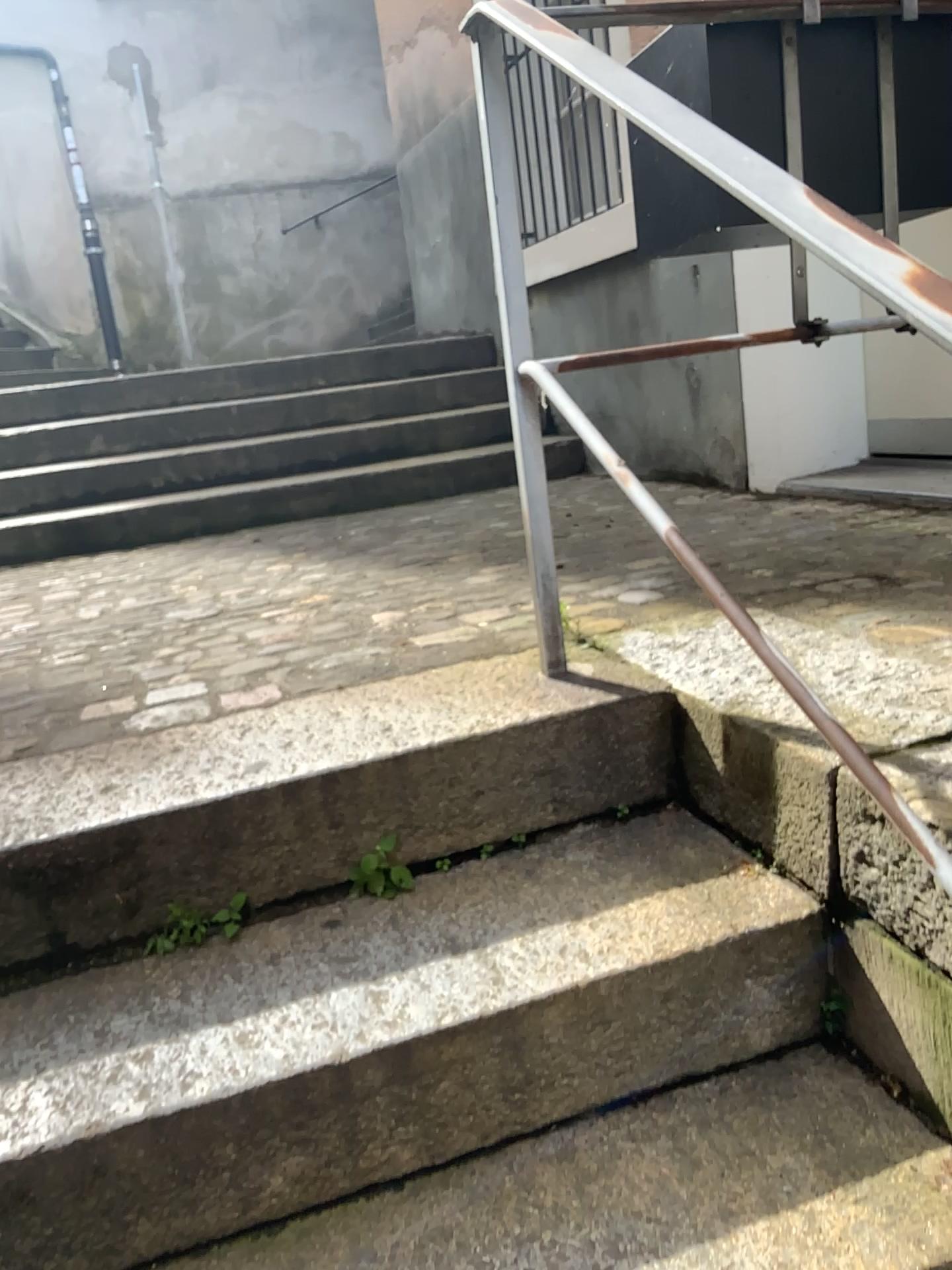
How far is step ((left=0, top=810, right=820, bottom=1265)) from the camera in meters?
1.0 m

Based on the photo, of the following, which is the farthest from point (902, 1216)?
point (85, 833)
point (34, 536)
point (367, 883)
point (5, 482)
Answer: point (5, 482)

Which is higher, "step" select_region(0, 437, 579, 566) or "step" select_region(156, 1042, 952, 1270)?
"step" select_region(0, 437, 579, 566)

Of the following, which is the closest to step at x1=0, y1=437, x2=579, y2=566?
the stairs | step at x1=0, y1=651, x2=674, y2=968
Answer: the stairs

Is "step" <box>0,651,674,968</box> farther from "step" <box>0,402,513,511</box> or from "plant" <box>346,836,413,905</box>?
"step" <box>0,402,513,511</box>

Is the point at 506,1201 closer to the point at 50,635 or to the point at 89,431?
the point at 50,635

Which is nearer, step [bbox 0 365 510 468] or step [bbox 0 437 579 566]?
step [bbox 0 437 579 566]

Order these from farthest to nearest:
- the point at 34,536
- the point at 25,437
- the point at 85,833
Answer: the point at 25,437 < the point at 34,536 < the point at 85,833

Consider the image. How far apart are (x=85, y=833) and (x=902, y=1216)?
0.96m

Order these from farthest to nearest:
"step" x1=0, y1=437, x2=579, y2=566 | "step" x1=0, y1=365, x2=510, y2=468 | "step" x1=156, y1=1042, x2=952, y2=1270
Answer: "step" x1=0, y1=365, x2=510, y2=468 → "step" x1=0, y1=437, x2=579, y2=566 → "step" x1=156, y1=1042, x2=952, y2=1270
